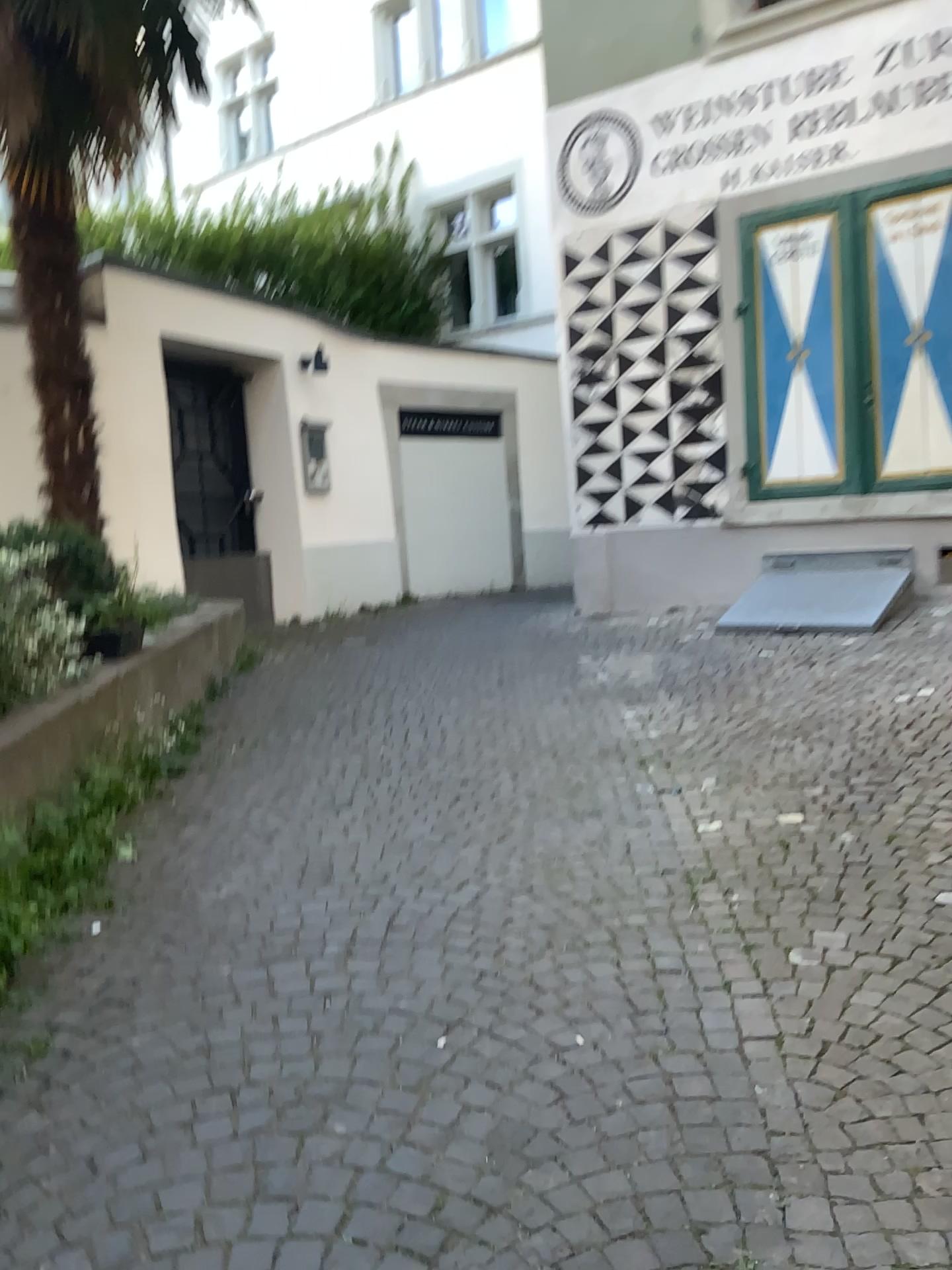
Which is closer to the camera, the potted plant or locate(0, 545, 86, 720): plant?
locate(0, 545, 86, 720): plant

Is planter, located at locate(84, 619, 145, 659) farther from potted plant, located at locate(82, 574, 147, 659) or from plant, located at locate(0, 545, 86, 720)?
plant, located at locate(0, 545, 86, 720)

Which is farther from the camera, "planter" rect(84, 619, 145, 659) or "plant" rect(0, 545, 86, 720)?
"planter" rect(84, 619, 145, 659)

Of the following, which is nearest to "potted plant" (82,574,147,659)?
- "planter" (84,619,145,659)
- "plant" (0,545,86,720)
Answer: "planter" (84,619,145,659)

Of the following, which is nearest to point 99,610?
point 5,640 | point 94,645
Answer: point 94,645

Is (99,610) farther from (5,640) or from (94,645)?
(5,640)

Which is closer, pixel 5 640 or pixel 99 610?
pixel 5 640

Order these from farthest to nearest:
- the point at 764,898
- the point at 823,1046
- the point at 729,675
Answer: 1. the point at 729,675
2. the point at 764,898
3. the point at 823,1046
